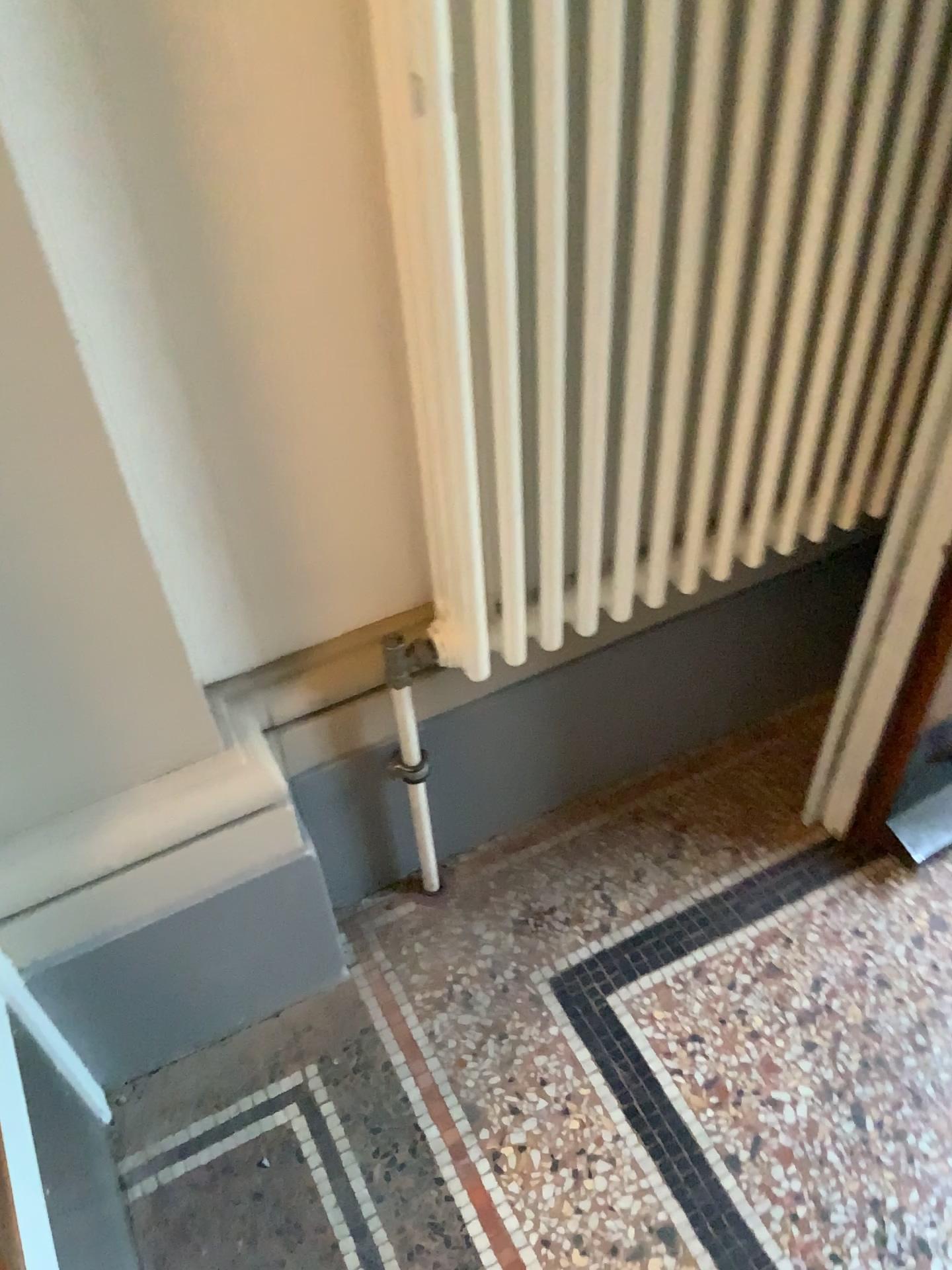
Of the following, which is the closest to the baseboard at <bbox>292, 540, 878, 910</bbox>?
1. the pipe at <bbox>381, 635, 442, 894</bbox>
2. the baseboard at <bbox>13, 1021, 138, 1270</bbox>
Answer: the pipe at <bbox>381, 635, 442, 894</bbox>

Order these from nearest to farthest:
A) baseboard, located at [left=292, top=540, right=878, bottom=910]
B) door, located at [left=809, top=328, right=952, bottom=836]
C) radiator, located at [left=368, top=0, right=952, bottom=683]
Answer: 1. radiator, located at [left=368, top=0, right=952, bottom=683]
2. door, located at [left=809, top=328, right=952, bottom=836]
3. baseboard, located at [left=292, top=540, right=878, bottom=910]

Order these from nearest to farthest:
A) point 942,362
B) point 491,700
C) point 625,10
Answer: point 625,10, point 942,362, point 491,700

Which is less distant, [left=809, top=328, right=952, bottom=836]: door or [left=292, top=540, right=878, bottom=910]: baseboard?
[left=809, top=328, right=952, bottom=836]: door

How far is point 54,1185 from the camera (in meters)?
0.92

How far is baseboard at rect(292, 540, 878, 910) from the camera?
1.31m

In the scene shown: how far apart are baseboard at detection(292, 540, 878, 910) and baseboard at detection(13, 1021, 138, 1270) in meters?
0.4 m

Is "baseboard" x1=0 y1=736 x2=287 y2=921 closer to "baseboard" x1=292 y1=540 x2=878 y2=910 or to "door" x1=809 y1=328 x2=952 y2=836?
"baseboard" x1=292 y1=540 x2=878 y2=910

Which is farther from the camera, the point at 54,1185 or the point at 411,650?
the point at 411,650

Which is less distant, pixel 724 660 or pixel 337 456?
pixel 337 456
